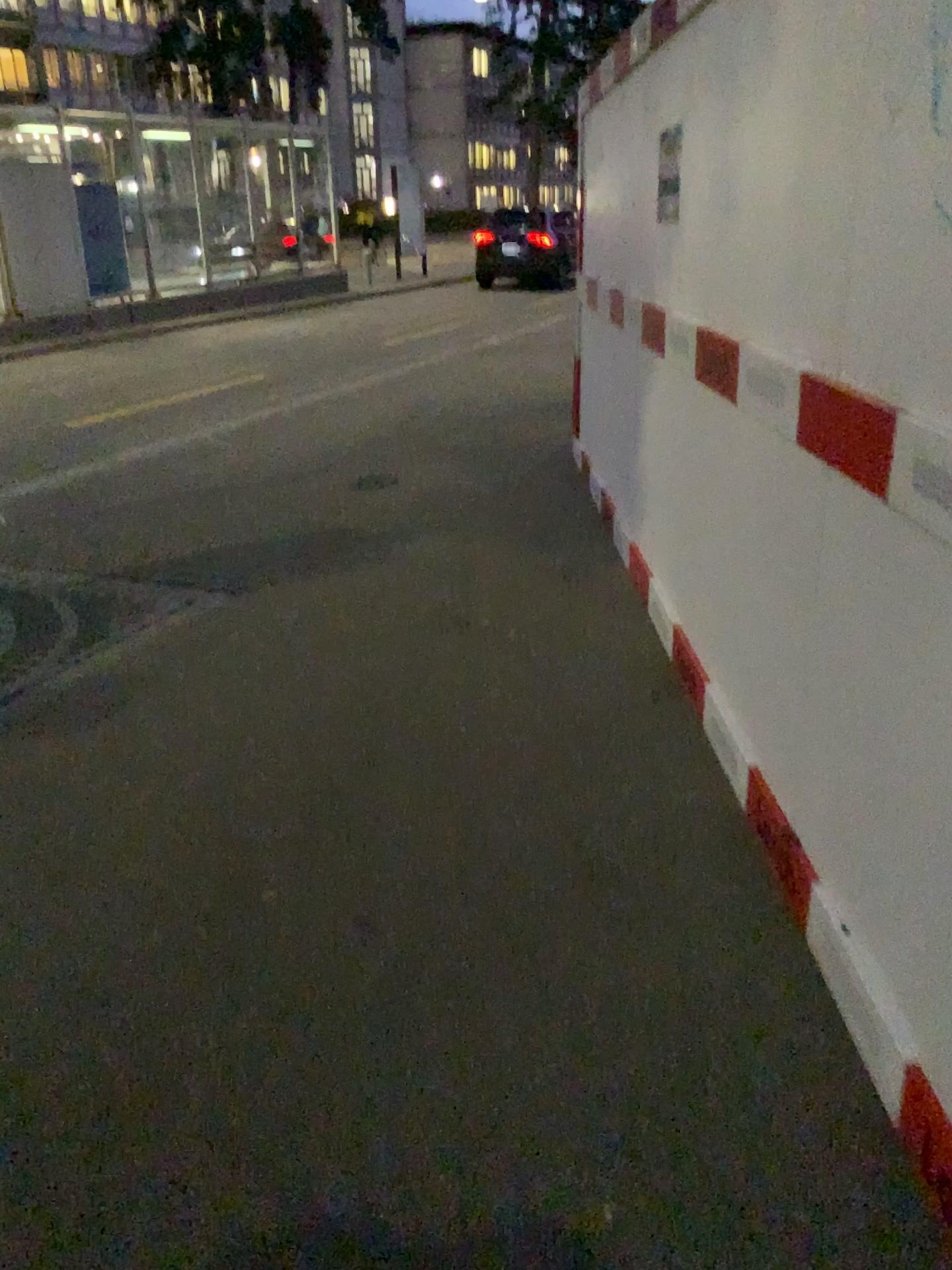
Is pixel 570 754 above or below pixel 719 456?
below
